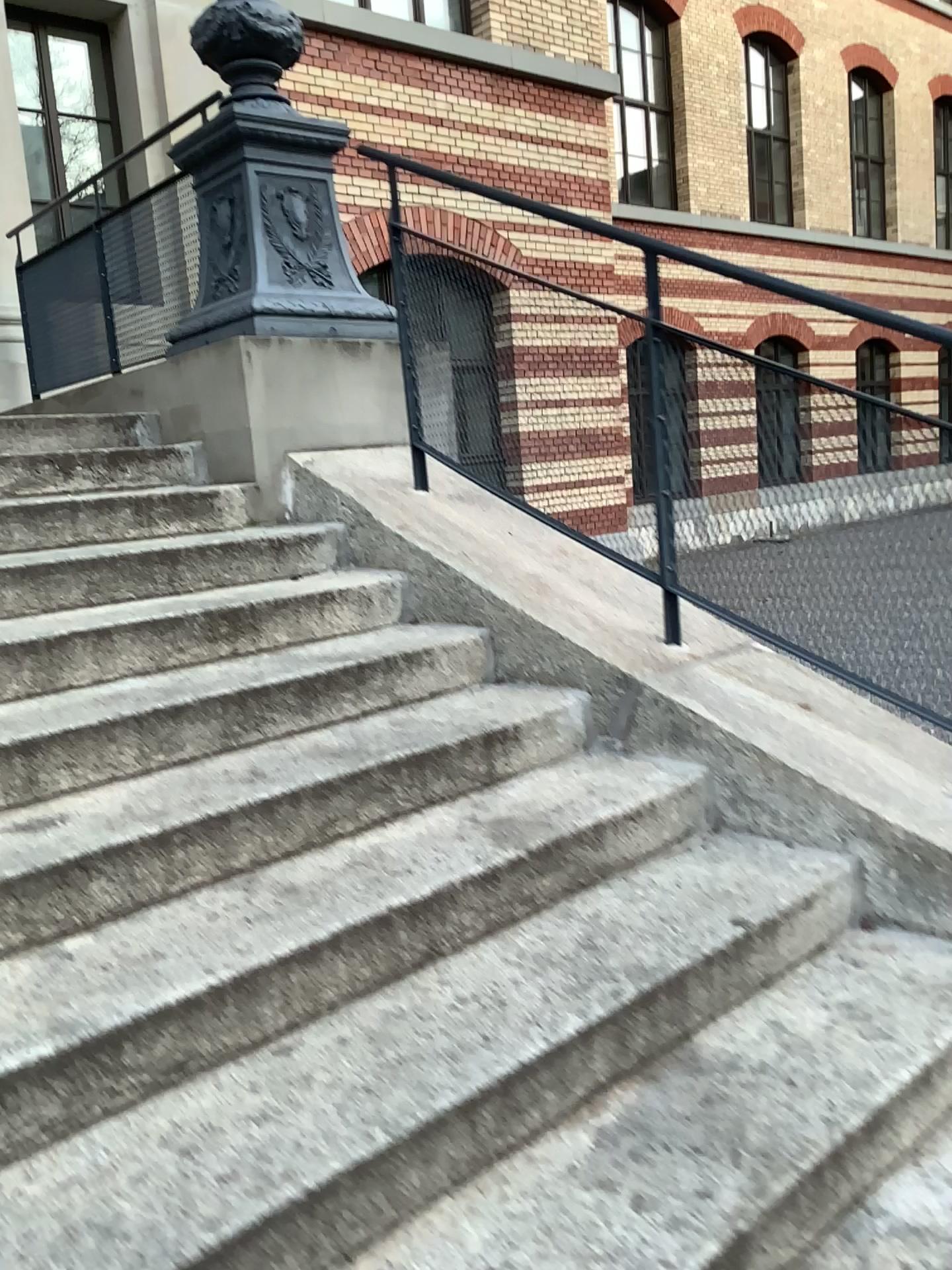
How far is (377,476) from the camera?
3.3m

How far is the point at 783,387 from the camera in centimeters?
241cm

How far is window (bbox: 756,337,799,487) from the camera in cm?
241
